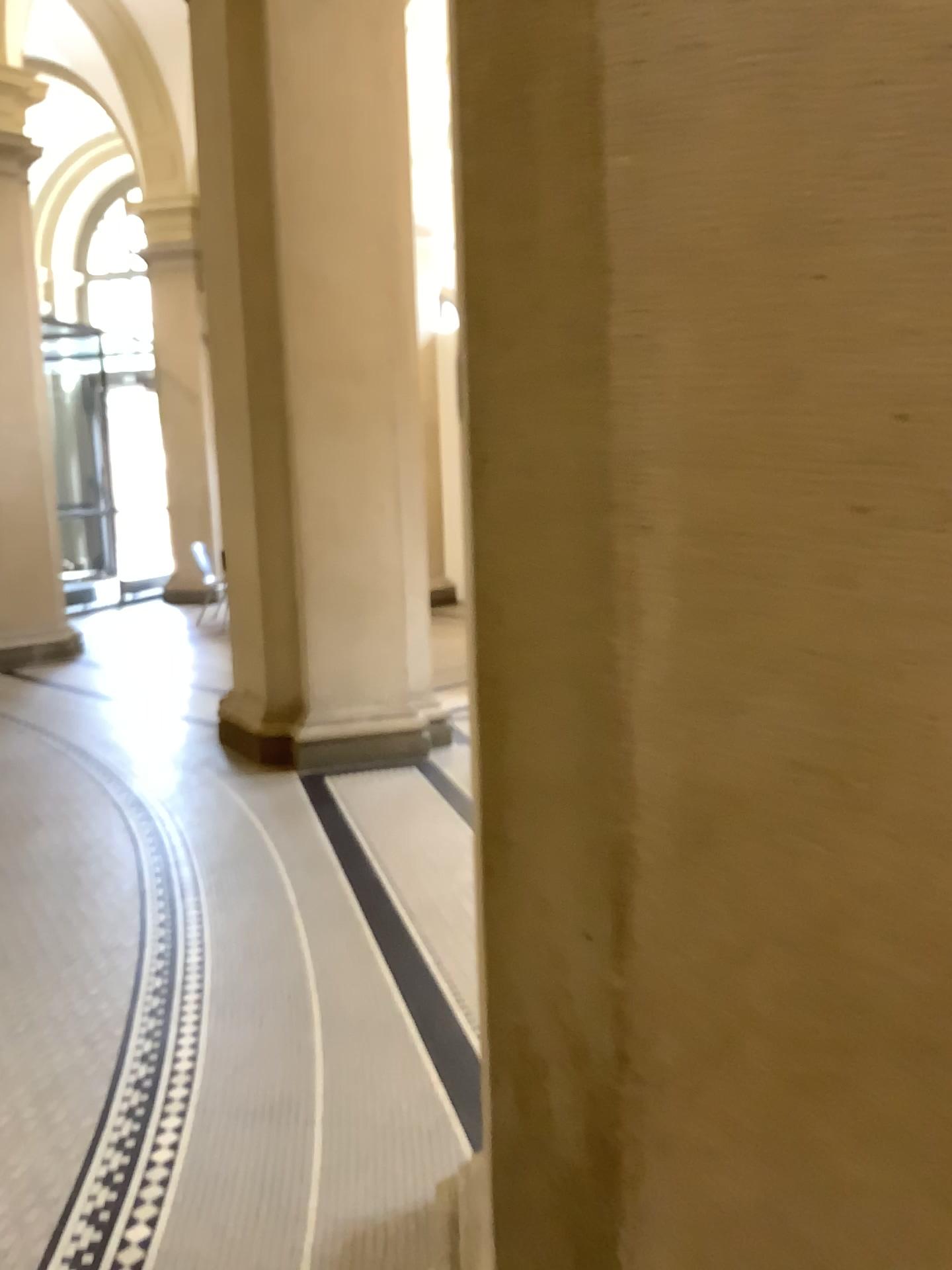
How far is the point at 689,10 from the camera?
0.9 meters

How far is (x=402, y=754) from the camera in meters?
5.5 m

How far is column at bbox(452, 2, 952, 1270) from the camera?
0.9 meters
